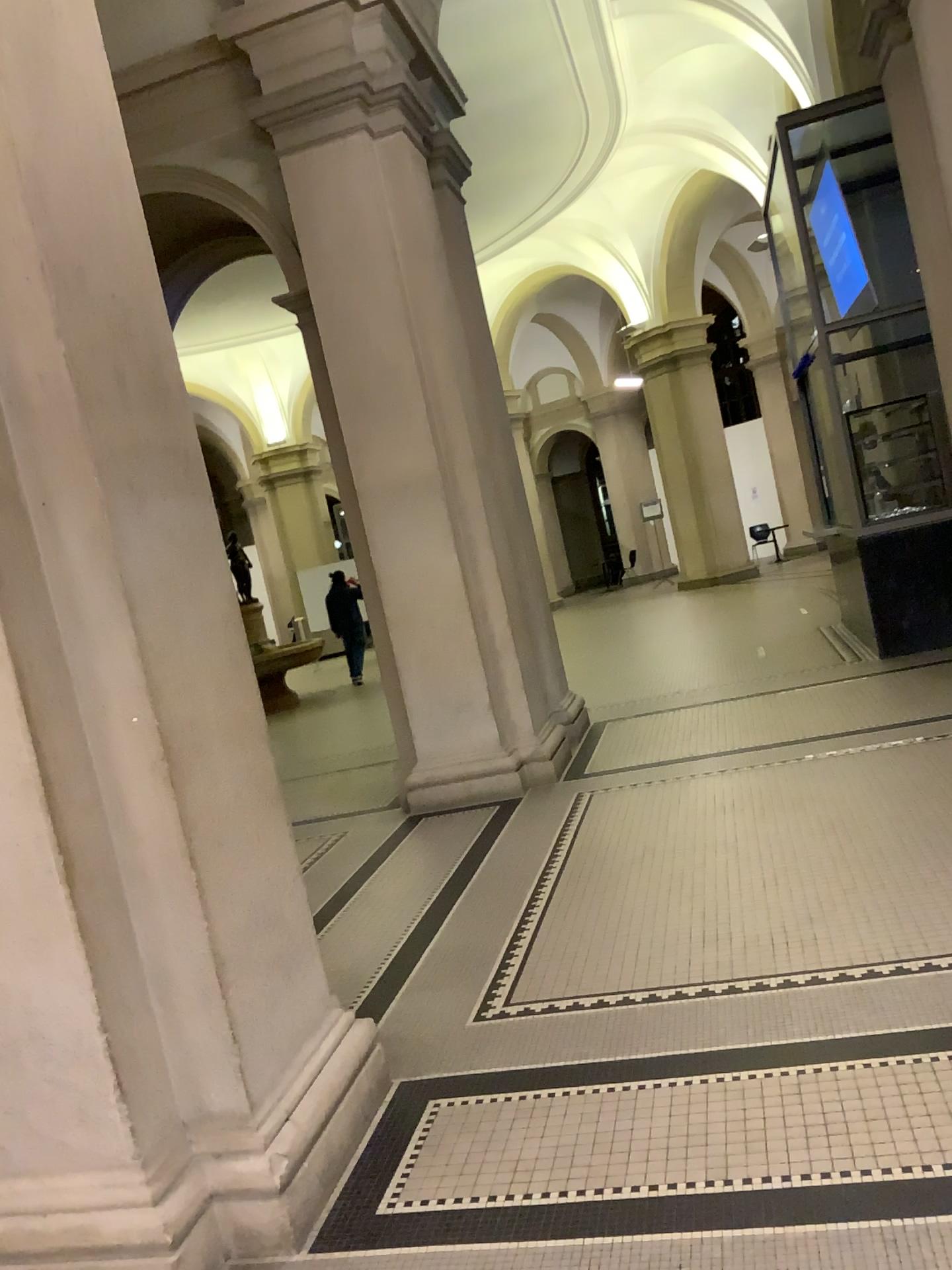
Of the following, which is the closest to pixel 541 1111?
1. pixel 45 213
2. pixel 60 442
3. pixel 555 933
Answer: pixel 555 933

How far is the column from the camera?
2.3 meters

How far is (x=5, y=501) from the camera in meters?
2.3
